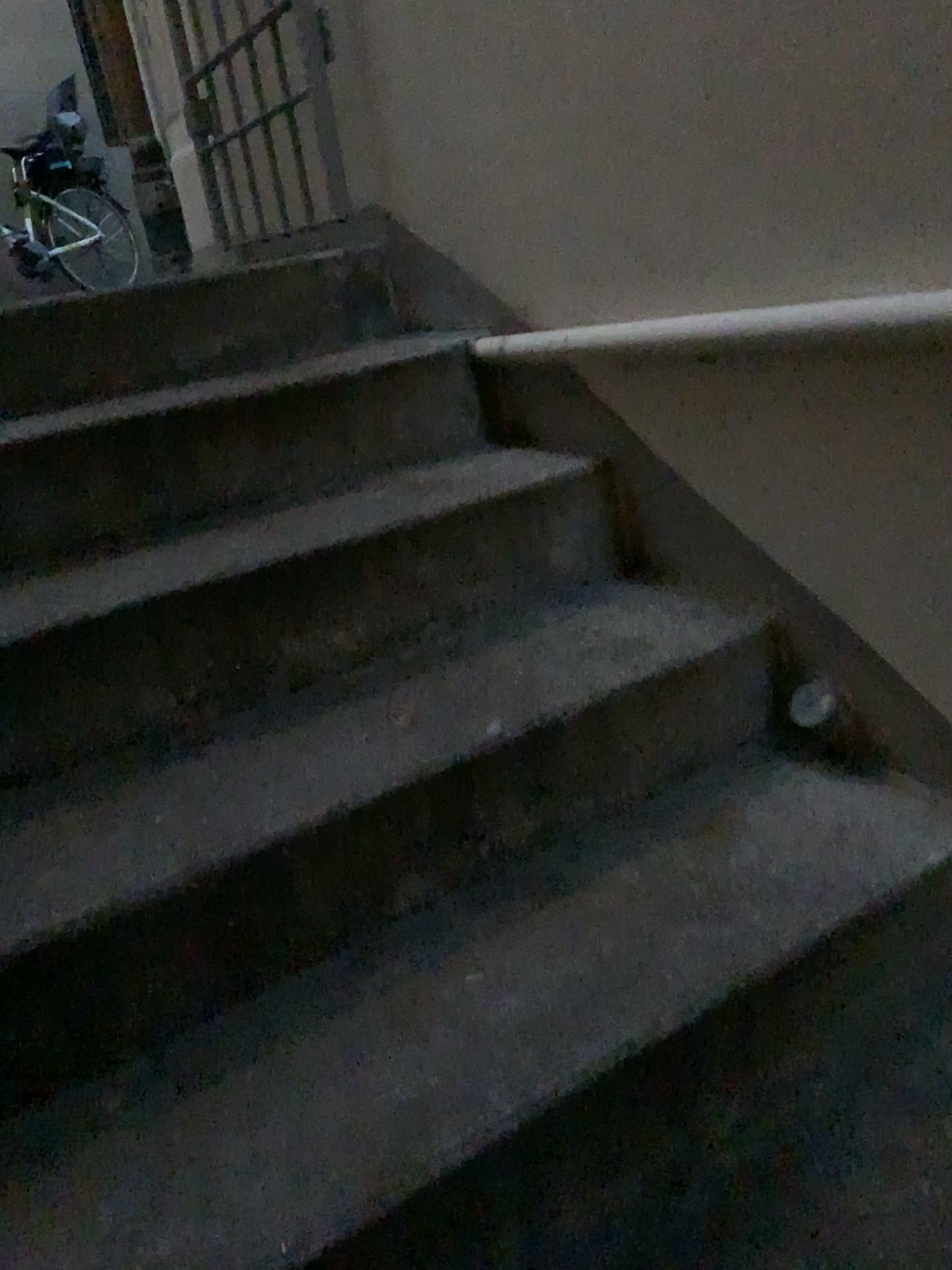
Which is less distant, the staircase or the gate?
the staircase

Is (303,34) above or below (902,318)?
above

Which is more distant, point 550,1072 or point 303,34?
point 303,34

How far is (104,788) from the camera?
1.2 meters

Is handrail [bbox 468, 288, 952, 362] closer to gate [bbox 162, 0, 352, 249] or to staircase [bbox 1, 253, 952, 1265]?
staircase [bbox 1, 253, 952, 1265]

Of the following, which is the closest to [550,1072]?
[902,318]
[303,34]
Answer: [902,318]

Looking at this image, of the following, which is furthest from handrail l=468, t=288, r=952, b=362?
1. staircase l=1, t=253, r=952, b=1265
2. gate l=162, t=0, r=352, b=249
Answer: gate l=162, t=0, r=352, b=249

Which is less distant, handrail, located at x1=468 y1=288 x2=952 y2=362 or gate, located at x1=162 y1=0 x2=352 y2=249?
handrail, located at x1=468 y1=288 x2=952 y2=362

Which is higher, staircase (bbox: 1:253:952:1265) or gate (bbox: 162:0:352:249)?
gate (bbox: 162:0:352:249)
